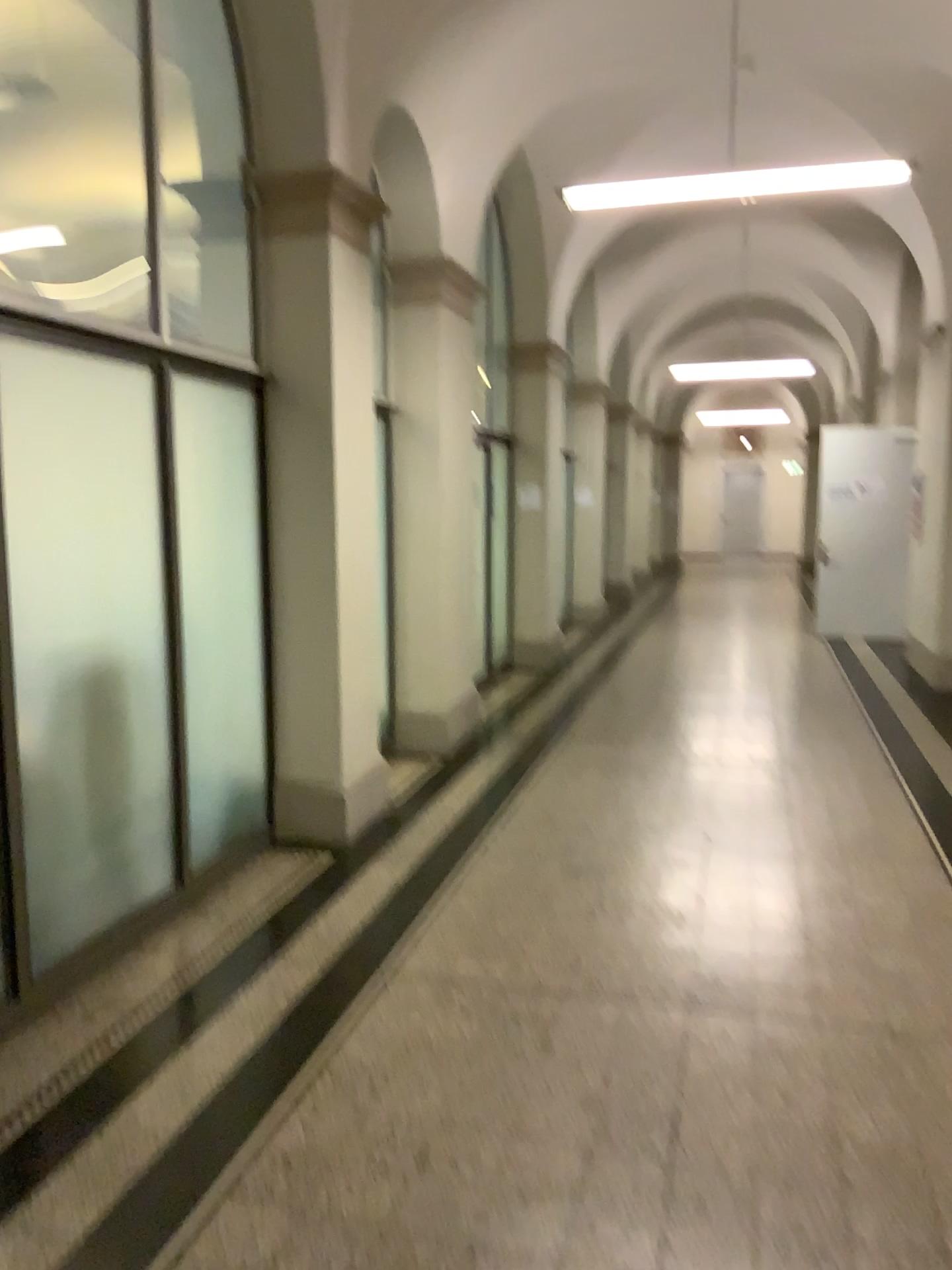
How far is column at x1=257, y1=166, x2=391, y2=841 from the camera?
4.74m

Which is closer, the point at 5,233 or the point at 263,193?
the point at 5,233

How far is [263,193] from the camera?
4.74m

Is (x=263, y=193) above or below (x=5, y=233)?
above

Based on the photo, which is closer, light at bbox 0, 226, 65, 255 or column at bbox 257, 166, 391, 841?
light at bbox 0, 226, 65, 255

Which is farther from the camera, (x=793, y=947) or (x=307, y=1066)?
(x=793, y=947)
